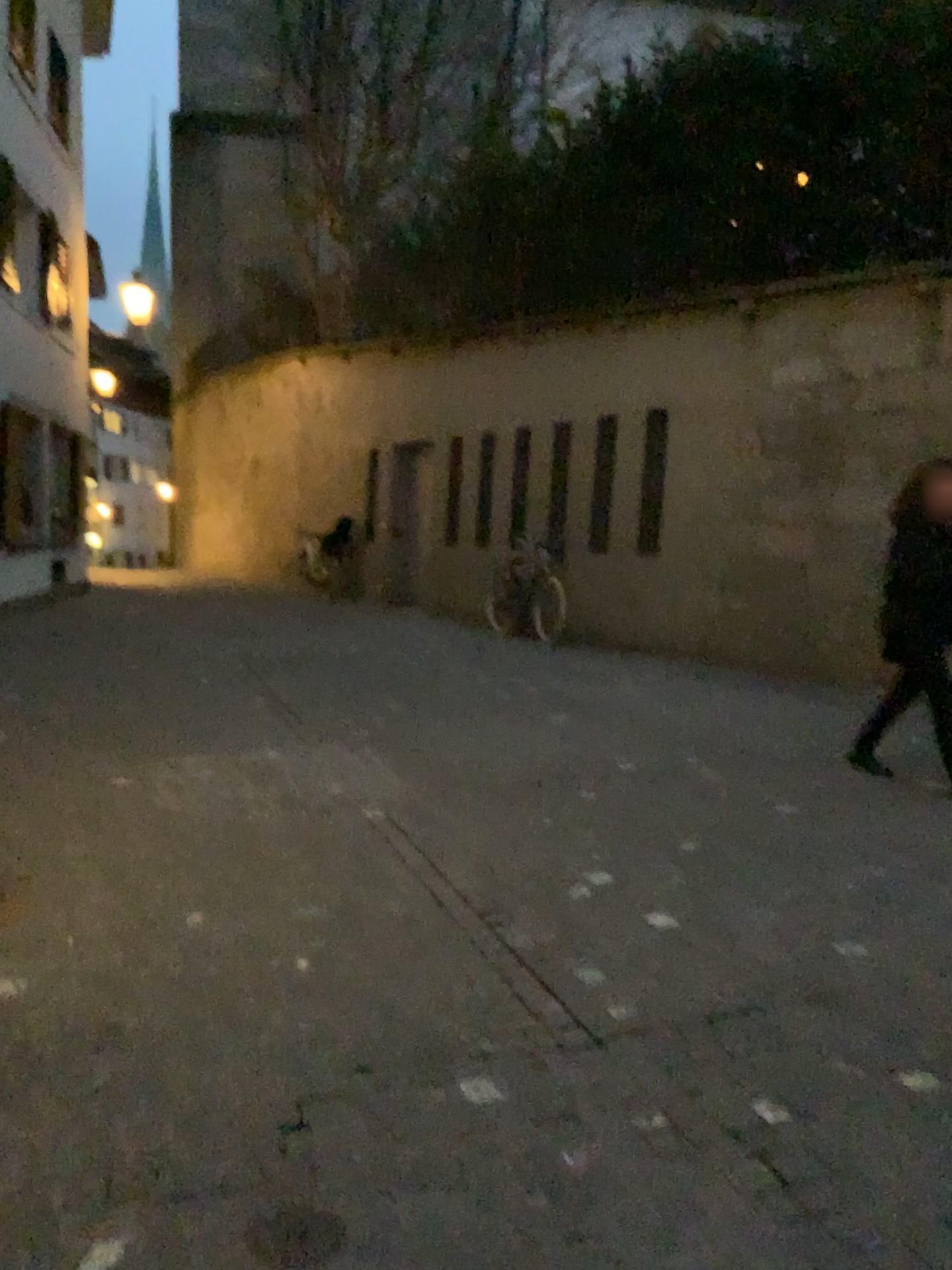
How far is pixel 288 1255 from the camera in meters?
1.9

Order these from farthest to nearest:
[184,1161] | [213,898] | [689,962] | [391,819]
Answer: [391,819] < [213,898] < [689,962] < [184,1161]

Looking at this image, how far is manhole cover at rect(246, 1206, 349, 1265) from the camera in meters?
1.9 m
